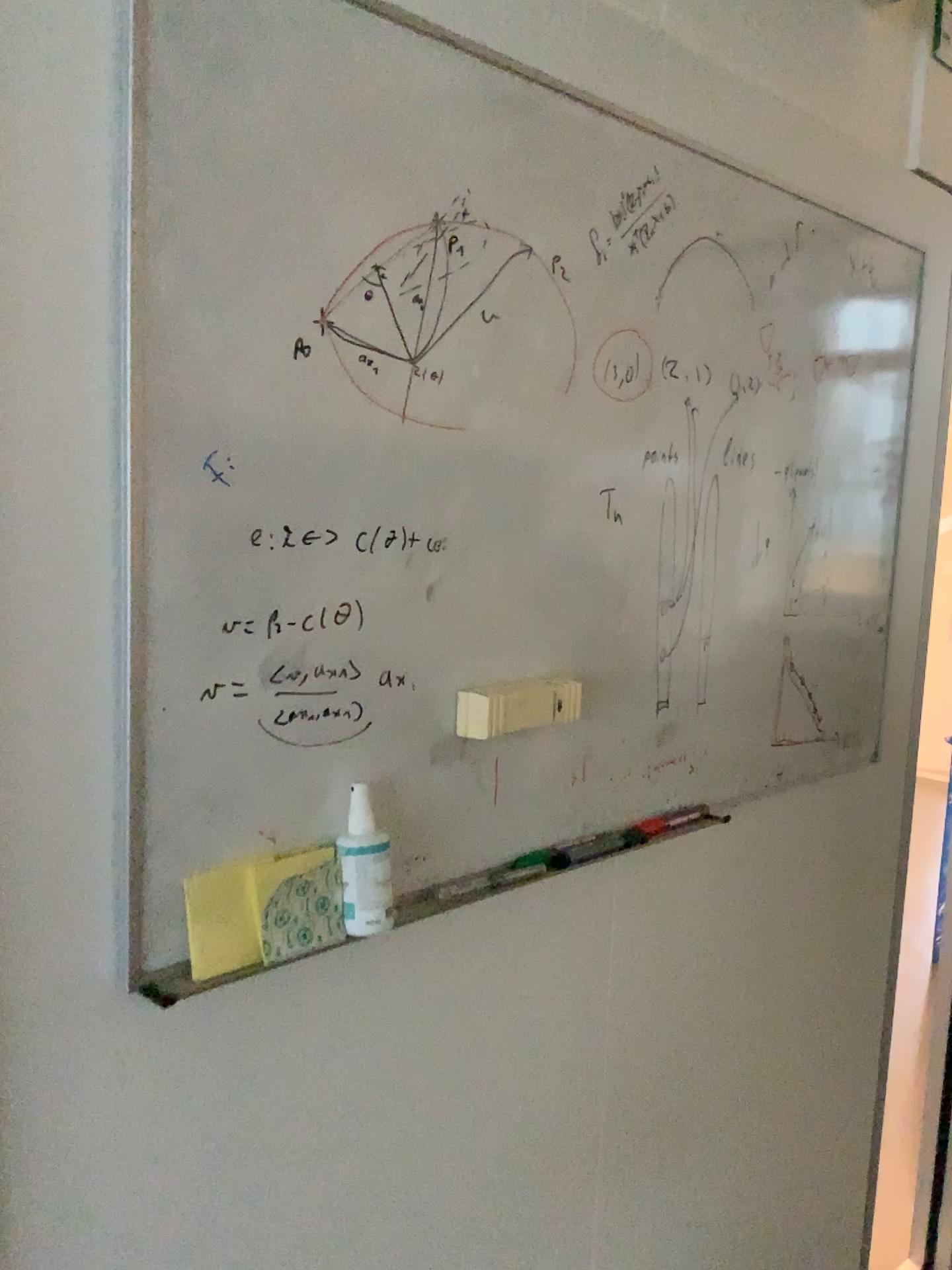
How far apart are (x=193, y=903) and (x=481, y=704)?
0.3m

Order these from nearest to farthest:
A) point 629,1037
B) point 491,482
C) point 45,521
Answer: point 45,521
point 491,482
point 629,1037

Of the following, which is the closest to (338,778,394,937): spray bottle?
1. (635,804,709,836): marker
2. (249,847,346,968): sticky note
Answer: (249,847,346,968): sticky note

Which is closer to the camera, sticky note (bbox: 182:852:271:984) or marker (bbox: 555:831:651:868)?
sticky note (bbox: 182:852:271:984)

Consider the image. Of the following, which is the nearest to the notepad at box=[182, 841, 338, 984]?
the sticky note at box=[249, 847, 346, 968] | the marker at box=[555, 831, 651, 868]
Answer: the sticky note at box=[249, 847, 346, 968]

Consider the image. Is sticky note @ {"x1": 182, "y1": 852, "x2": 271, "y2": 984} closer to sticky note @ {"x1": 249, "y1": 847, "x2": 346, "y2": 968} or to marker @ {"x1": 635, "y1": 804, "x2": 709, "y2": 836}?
sticky note @ {"x1": 249, "y1": 847, "x2": 346, "y2": 968}

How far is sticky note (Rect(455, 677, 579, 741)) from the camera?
0.97m

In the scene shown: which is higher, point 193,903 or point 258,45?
point 258,45

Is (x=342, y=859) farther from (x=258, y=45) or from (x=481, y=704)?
(x=258, y=45)

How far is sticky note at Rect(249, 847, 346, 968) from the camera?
0.8m
